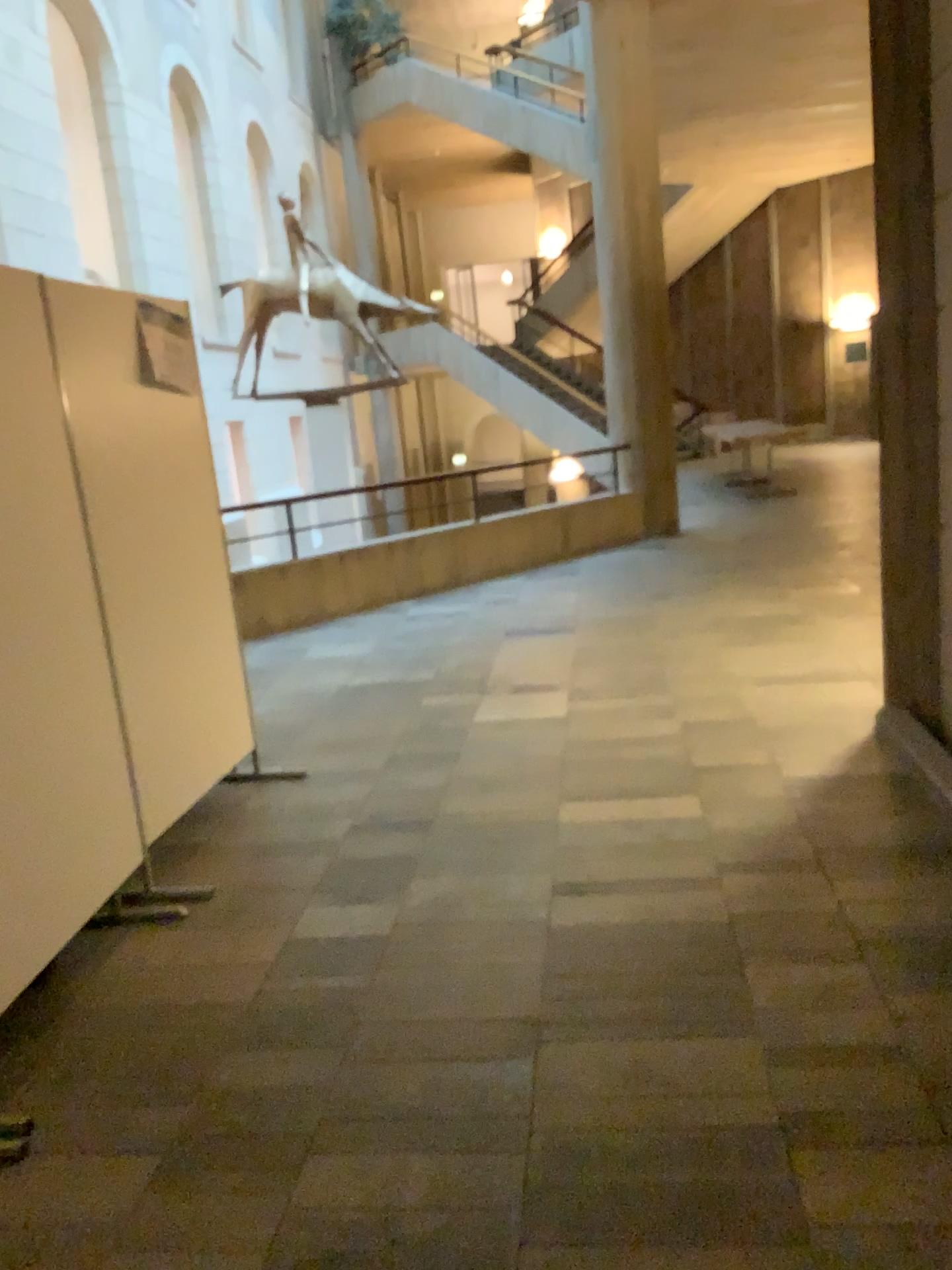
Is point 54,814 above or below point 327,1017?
above
